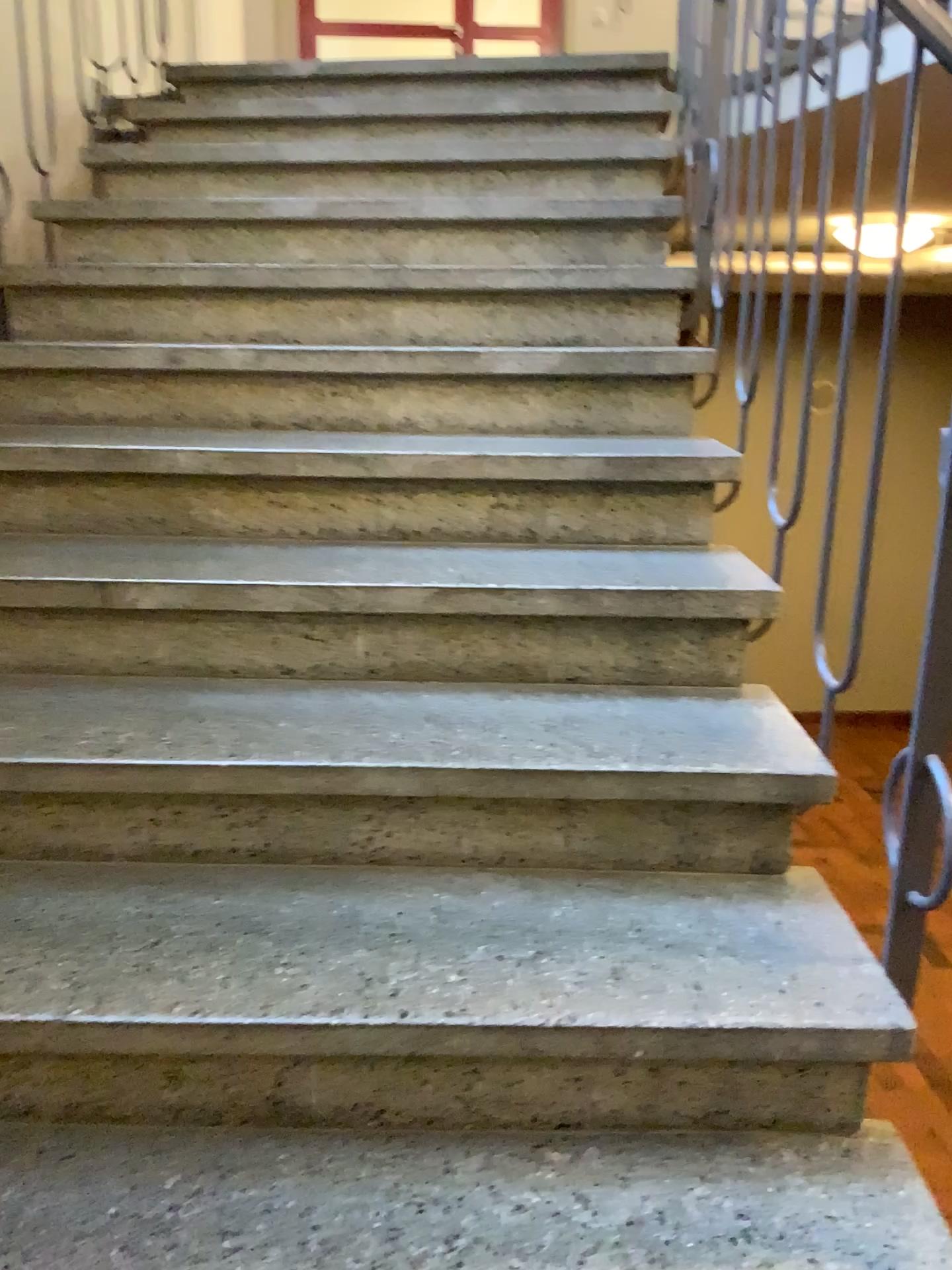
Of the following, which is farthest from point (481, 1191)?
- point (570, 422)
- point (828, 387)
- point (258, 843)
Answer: point (570, 422)
